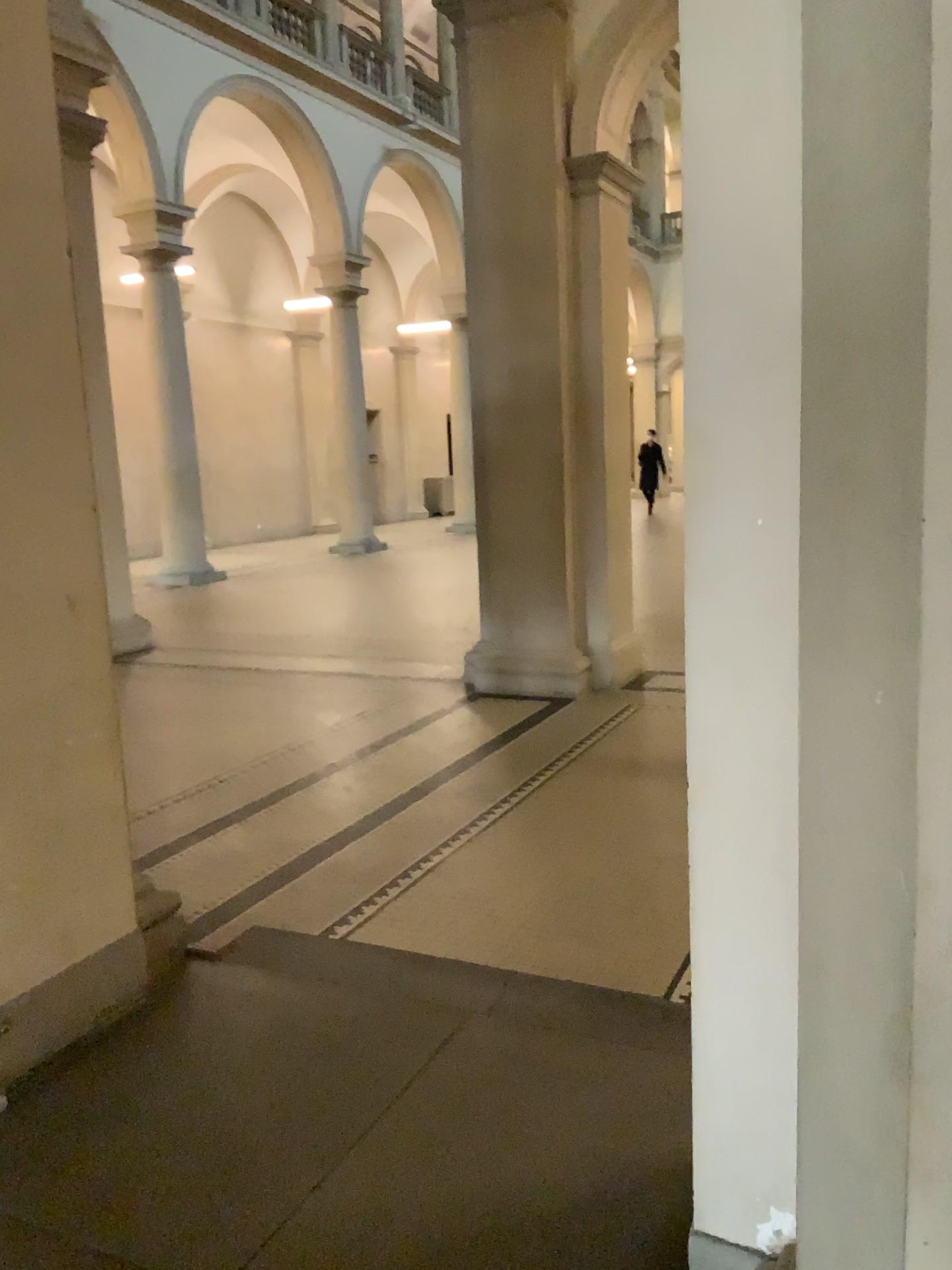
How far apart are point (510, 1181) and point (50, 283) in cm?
235
